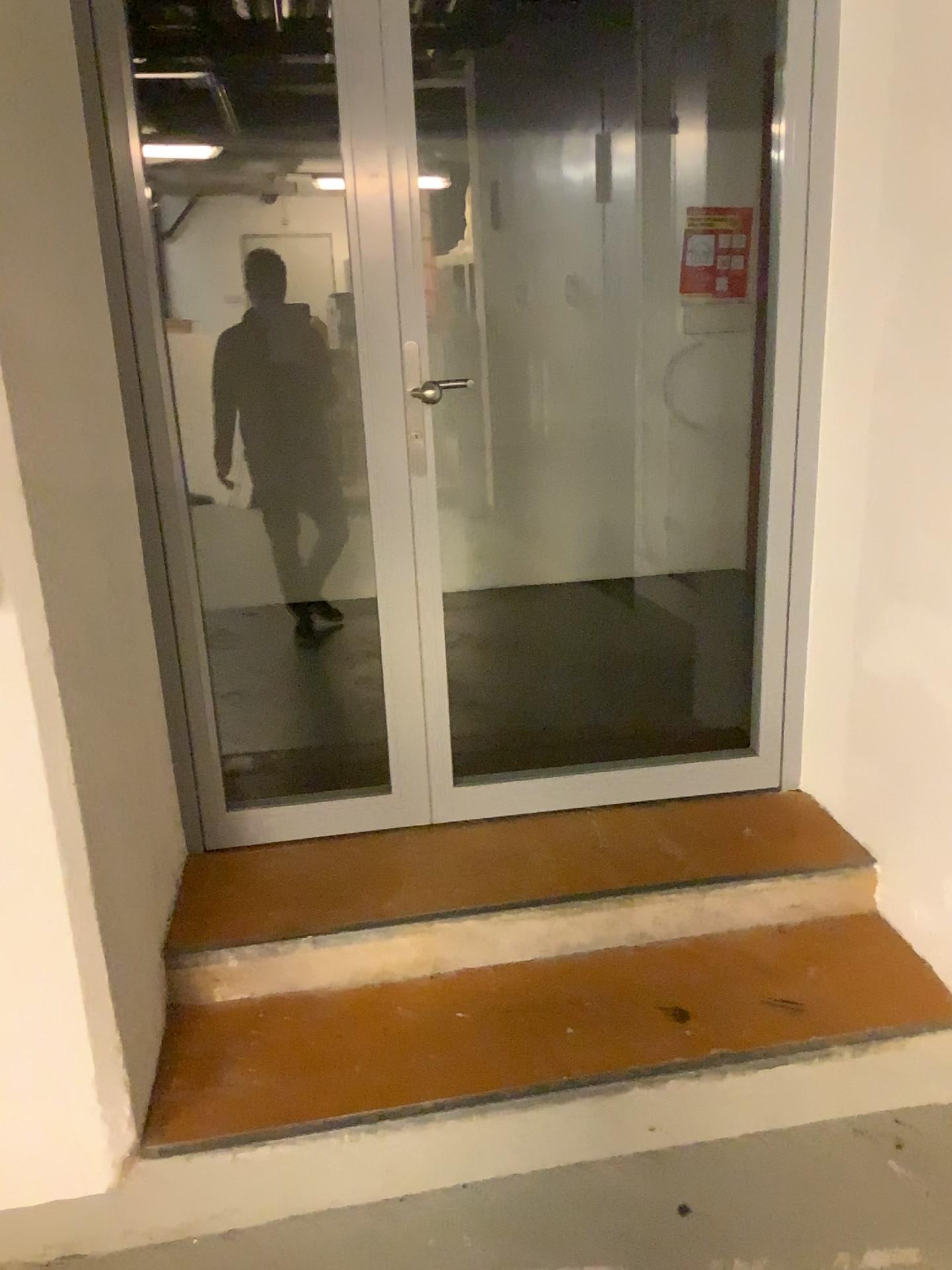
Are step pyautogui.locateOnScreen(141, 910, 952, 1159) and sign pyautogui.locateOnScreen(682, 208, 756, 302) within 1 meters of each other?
no

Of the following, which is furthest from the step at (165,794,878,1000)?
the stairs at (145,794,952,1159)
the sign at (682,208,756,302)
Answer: the sign at (682,208,756,302)

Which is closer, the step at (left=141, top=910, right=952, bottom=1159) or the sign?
the step at (left=141, top=910, right=952, bottom=1159)

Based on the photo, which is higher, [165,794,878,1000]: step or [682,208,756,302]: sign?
[682,208,756,302]: sign

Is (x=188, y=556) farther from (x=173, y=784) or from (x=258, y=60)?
(x=258, y=60)

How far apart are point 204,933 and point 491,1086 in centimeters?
68cm

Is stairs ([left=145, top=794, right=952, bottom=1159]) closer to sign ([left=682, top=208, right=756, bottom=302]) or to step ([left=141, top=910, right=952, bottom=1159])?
step ([left=141, top=910, right=952, bottom=1159])

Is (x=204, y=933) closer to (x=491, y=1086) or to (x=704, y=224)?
(x=491, y=1086)

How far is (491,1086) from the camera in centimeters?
189cm

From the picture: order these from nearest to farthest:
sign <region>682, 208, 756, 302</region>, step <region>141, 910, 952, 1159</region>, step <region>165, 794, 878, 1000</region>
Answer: step <region>141, 910, 952, 1159</region>, step <region>165, 794, 878, 1000</region>, sign <region>682, 208, 756, 302</region>
